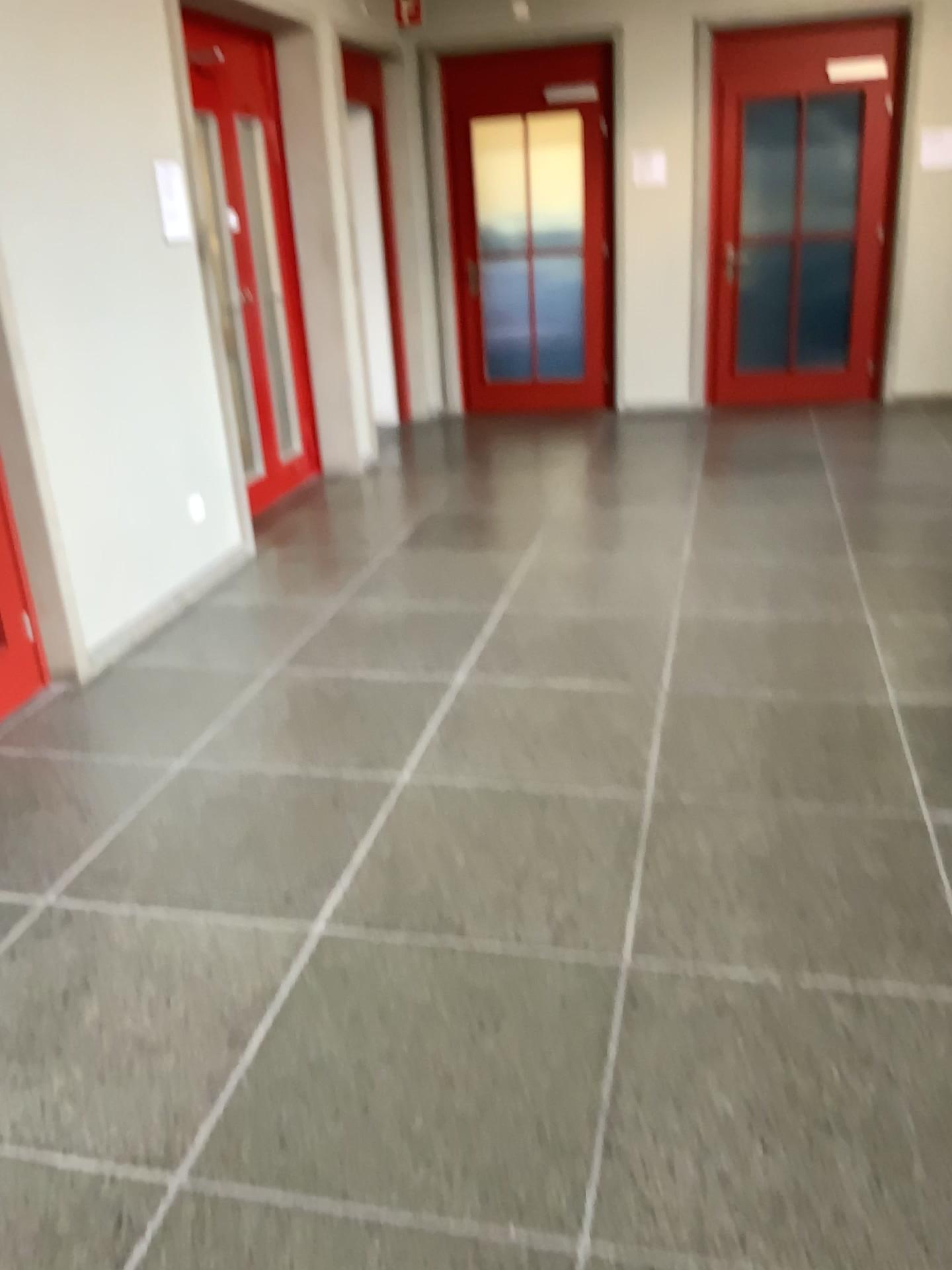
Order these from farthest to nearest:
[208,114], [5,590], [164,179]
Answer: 1. [208,114]
2. [164,179]
3. [5,590]

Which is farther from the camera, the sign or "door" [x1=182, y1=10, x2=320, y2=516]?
"door" [x1=182, y1=10, x2=320, y2=516]

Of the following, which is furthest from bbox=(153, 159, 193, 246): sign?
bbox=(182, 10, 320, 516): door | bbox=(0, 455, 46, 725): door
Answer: bbox=(0, 455, 46, 725): door

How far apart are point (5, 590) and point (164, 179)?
1.8m

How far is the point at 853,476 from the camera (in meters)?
5.75

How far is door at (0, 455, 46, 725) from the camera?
3.52m

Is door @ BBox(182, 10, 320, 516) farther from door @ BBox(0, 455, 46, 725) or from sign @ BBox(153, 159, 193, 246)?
door @ BBox(0, 455, 46, 725)

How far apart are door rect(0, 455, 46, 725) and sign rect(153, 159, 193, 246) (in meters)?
1.49

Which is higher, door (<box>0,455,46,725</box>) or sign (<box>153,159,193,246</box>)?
sign (<box>153,159,193,246</box>)

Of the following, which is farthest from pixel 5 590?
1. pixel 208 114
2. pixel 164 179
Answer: pixel 208 114
